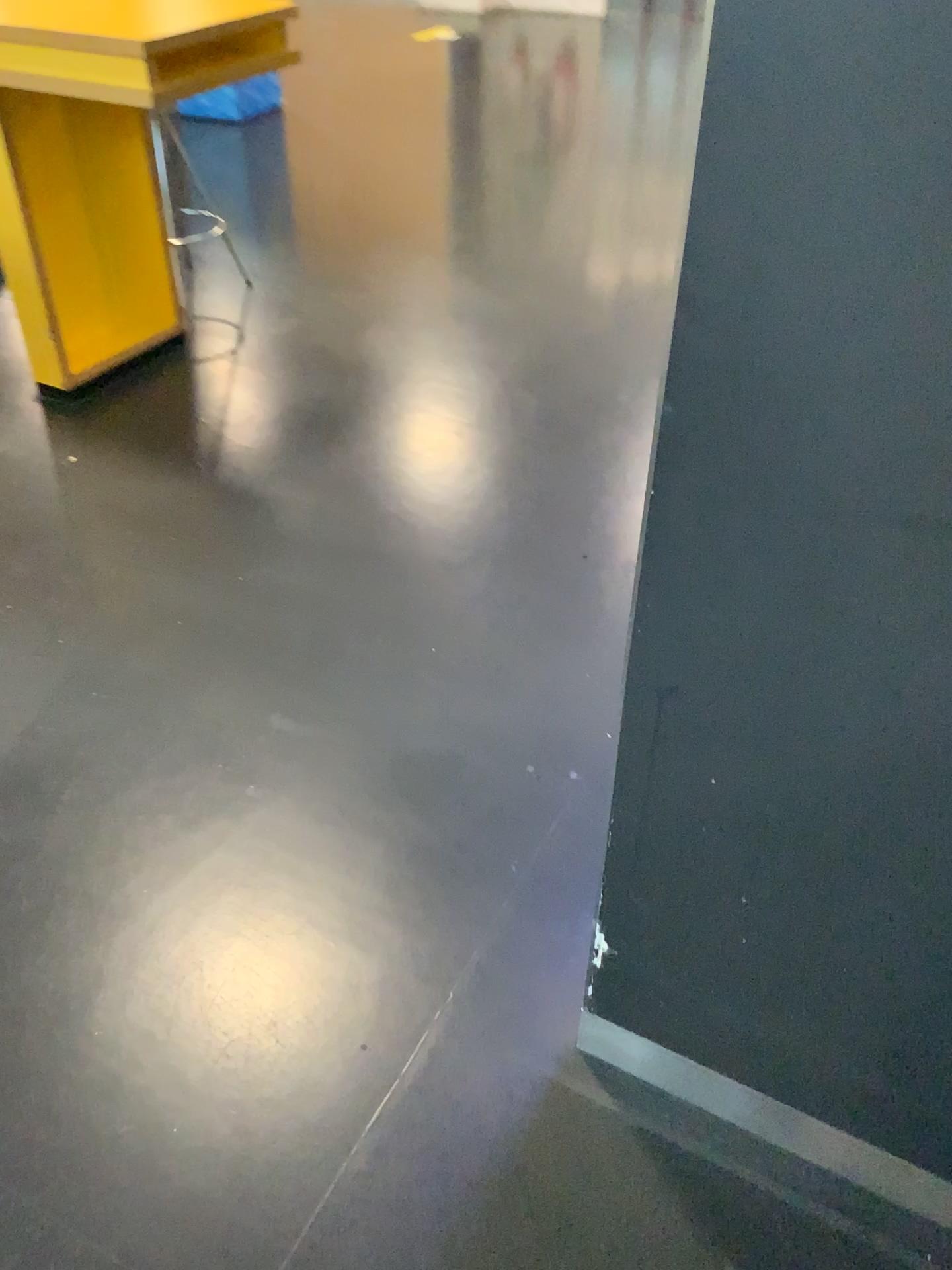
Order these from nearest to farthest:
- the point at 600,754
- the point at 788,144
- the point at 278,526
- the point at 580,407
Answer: the point at 788,144 < the point at 600,754 < the point at 278,526 < the point at 580,407
